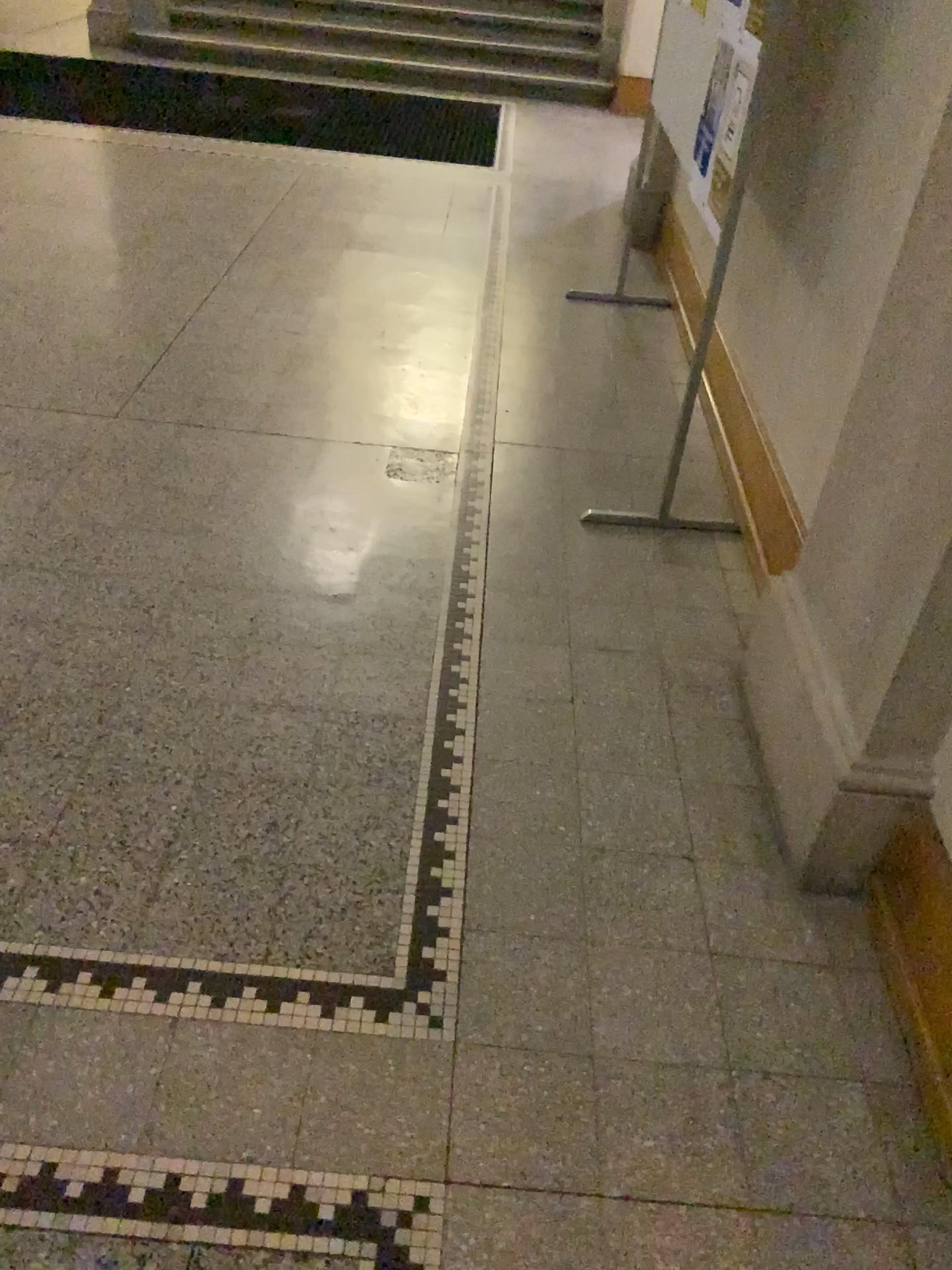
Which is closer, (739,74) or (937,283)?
(937,283)

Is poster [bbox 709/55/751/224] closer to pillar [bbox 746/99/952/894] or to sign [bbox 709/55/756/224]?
sign [bbox 709/55/756/224]

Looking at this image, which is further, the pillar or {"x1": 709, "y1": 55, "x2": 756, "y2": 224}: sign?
{"x1": 709, "y1": 55, "x2": 756, "y2": 224}: sign

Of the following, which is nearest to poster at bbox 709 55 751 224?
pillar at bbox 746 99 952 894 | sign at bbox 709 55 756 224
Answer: sign at bbox 709 55 756 224

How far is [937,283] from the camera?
1.58m

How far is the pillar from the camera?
1.6m

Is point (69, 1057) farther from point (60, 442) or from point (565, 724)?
point (60, 442)

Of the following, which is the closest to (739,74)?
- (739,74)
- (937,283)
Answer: (739,74)
